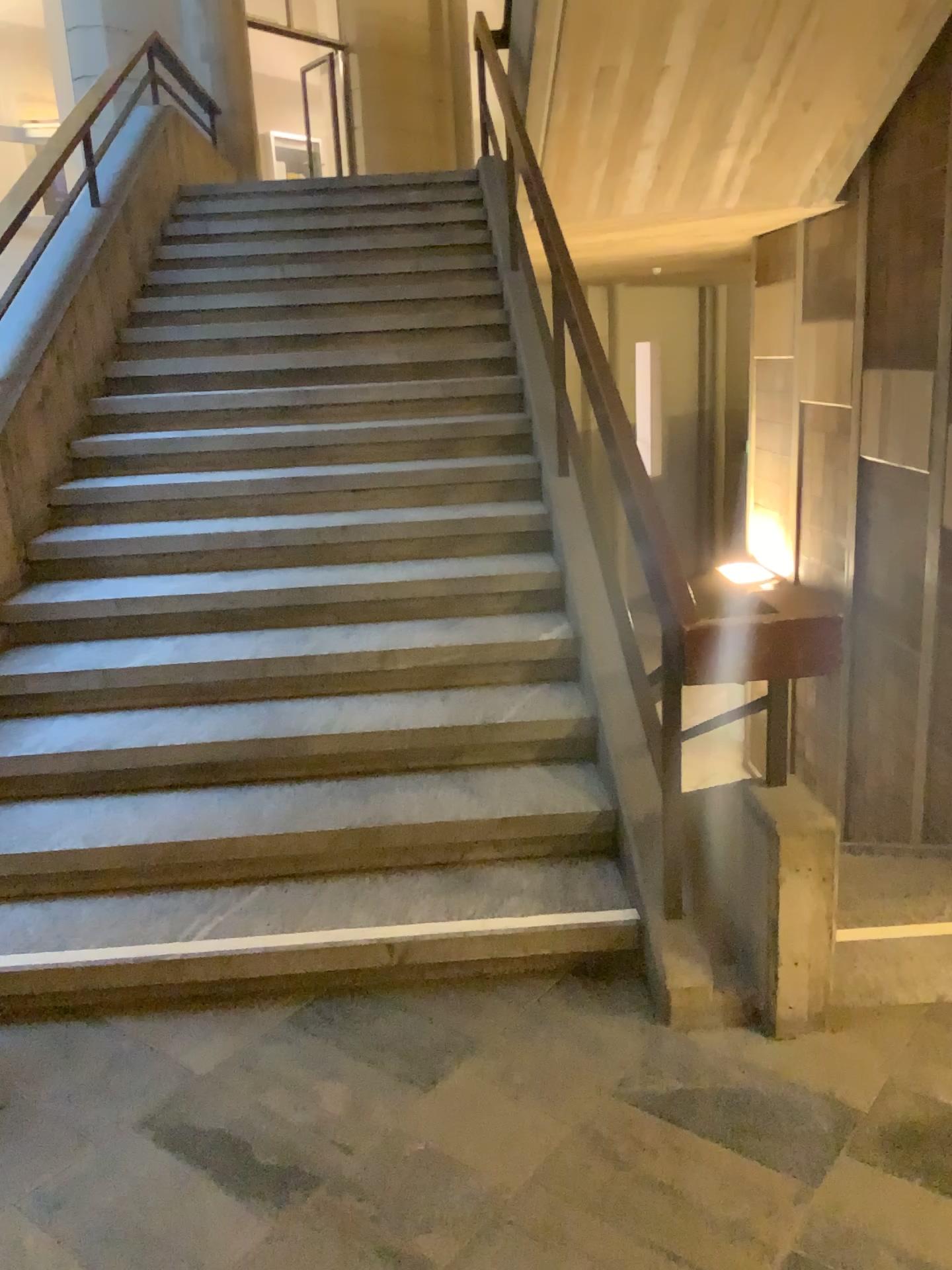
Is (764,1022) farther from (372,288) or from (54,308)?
(372,288)
